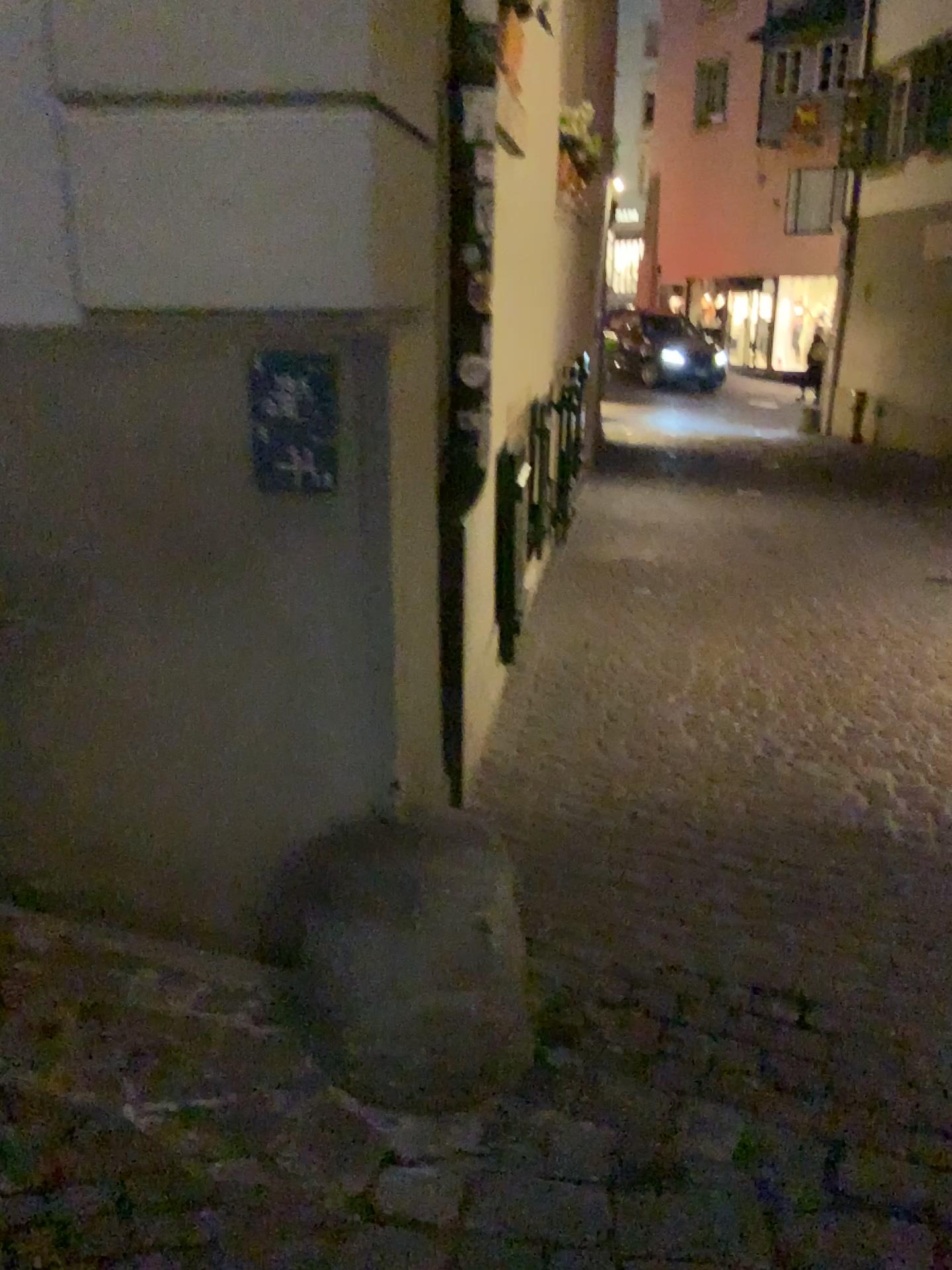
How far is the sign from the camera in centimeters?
174cm

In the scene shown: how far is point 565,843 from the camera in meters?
2.9

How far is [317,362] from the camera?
1.7 meters
